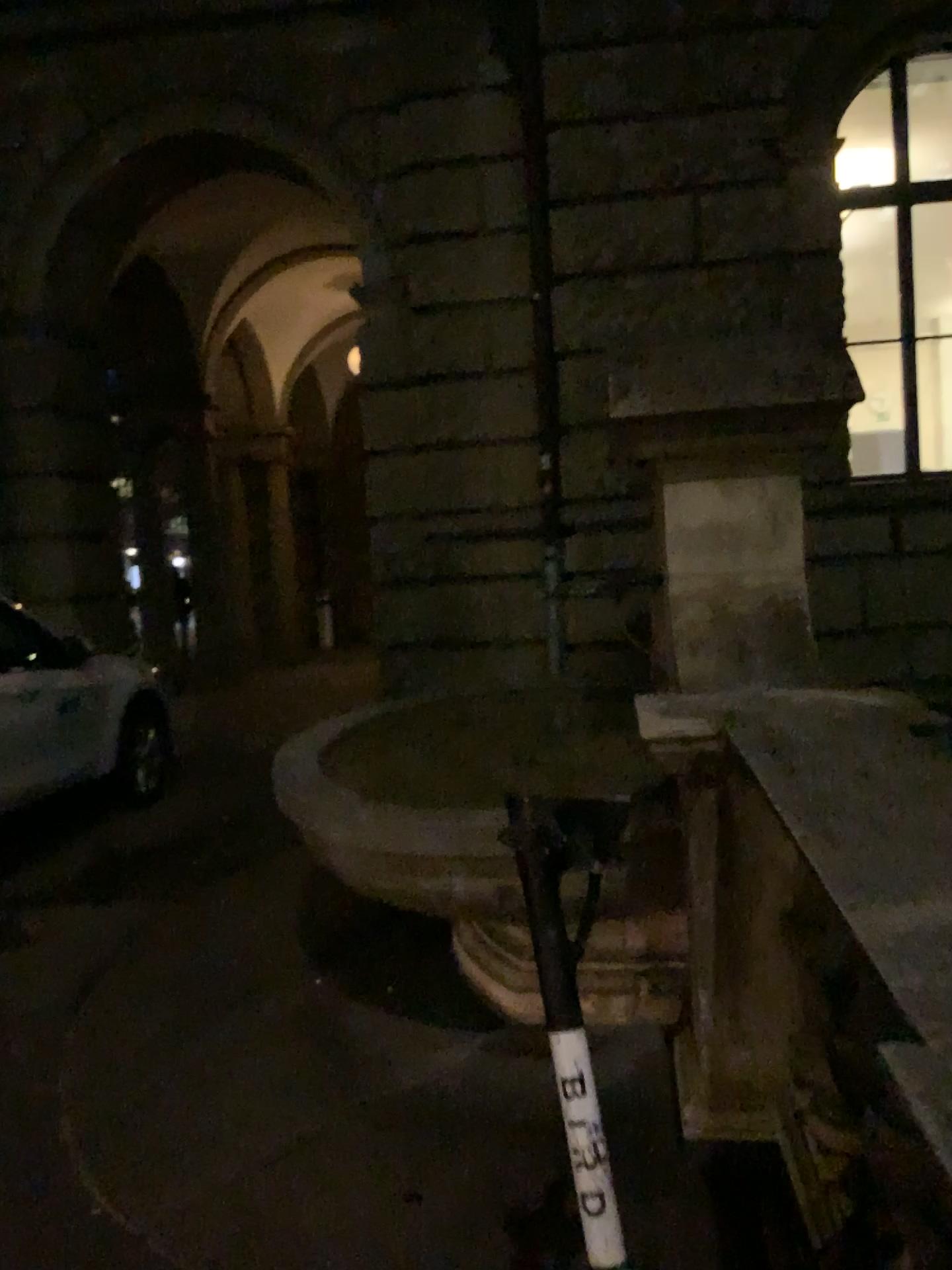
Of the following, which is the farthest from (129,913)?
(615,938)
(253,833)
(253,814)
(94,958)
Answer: (615,938)
